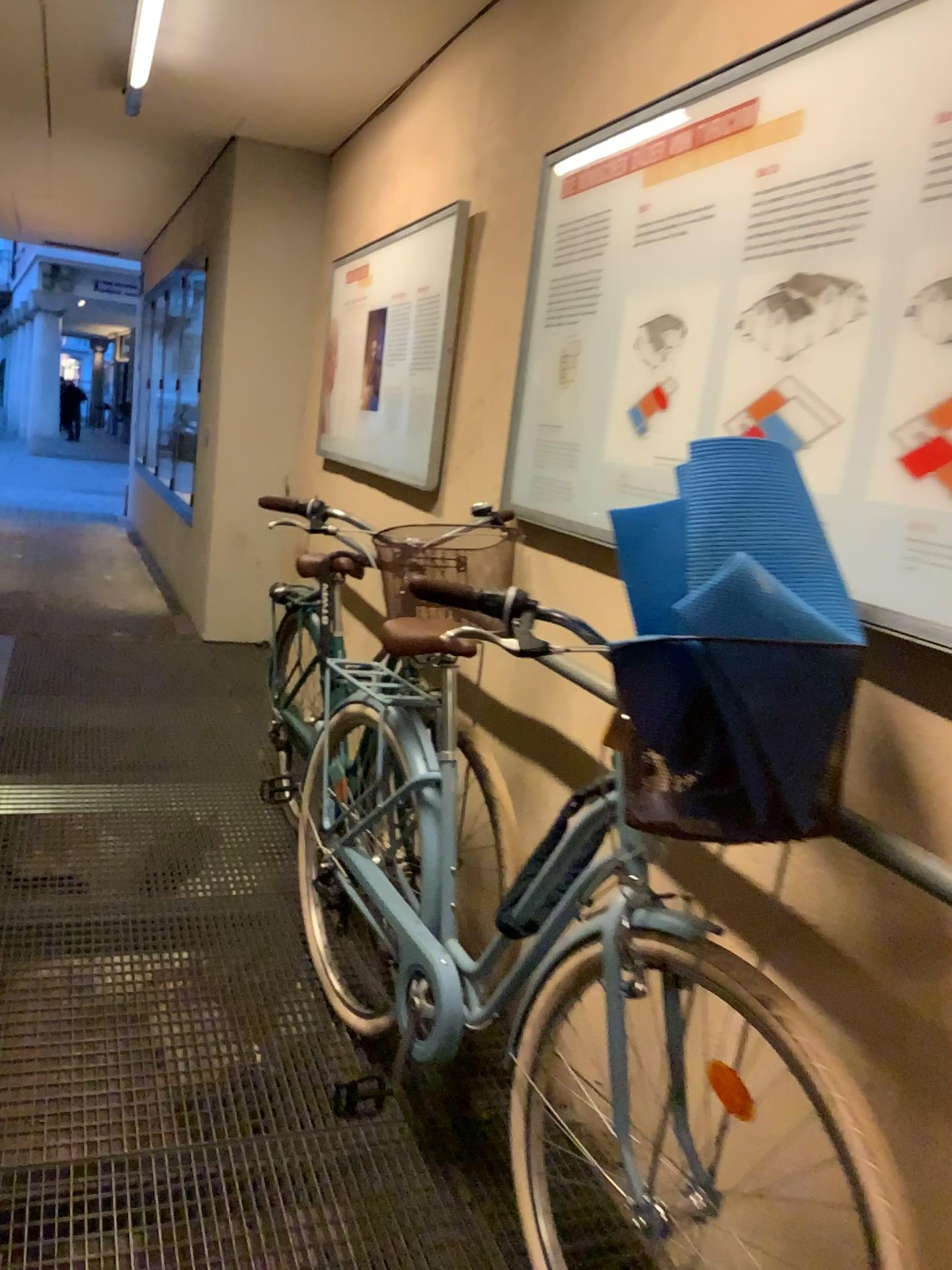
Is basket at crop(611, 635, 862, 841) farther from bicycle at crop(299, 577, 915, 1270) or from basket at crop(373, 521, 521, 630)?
basket at crop(373, 521, 521, 630)

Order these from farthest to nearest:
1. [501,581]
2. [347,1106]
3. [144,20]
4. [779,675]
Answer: [144,20], [501,581], [347,1106], [779,675]

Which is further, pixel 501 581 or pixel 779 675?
pixel 501 581

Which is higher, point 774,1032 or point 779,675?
point 779,675

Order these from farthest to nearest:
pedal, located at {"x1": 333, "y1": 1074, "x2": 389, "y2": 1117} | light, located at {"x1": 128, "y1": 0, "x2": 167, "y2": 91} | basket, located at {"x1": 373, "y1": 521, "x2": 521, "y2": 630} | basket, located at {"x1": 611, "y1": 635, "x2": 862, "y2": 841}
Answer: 1. light, located at {"x1": 128, "y1": 0, "x2": 167, "y2": 91}
2. basket, located at {"x1": 373, "y1": 521, "x2": 521, "y2": 630}
3. pedal, located at {"x1": 333, "y1": 1074, "x2": 389, "y2": 1117}
4. basket, located at {"x1": 611, "y1": 635, "x2": 862, "y2": 841}

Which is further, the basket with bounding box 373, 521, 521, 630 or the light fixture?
the light fixture

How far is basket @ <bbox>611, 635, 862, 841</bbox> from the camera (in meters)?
1.20

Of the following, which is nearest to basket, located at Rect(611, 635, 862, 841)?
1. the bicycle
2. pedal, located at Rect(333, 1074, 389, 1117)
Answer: the bicycle

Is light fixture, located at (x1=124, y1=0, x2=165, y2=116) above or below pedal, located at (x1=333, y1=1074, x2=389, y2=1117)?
above

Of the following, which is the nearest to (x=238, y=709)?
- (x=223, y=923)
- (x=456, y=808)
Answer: (x=223, y=923)
